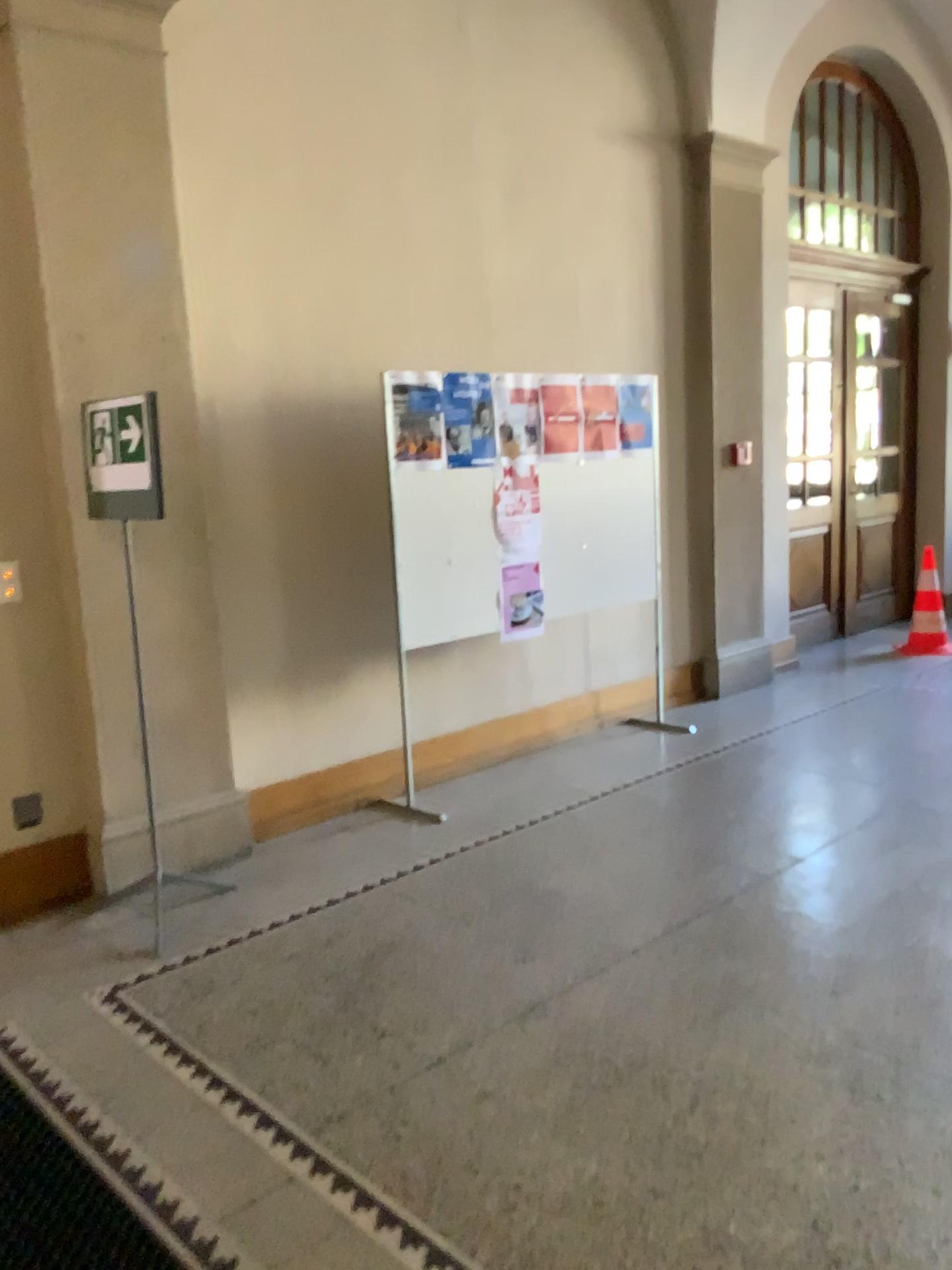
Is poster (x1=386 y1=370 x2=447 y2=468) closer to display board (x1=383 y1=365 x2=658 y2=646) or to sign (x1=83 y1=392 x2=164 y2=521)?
display board (x1=383 y1=365 x2=658 y2=646)

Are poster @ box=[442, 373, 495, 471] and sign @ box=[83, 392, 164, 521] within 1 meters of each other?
no

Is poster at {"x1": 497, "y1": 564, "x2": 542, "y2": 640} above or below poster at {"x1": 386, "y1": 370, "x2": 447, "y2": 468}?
below

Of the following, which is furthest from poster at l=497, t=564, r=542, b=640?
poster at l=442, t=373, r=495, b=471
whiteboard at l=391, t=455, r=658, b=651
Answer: poster at l=442, t=373, r=495, b=471

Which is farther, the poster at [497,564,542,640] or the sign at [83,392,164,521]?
the poster at [497,564,542,640]

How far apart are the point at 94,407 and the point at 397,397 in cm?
132

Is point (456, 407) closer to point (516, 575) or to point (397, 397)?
point (397, 397)

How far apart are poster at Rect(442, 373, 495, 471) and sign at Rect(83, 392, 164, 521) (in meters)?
1.39

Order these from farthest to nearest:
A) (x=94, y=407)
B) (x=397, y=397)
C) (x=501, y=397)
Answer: (x=501, y=397) → (x=397, y=397) → (x=94, y=407)

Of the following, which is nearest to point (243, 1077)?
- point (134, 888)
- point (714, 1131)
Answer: point (714, 1131)
